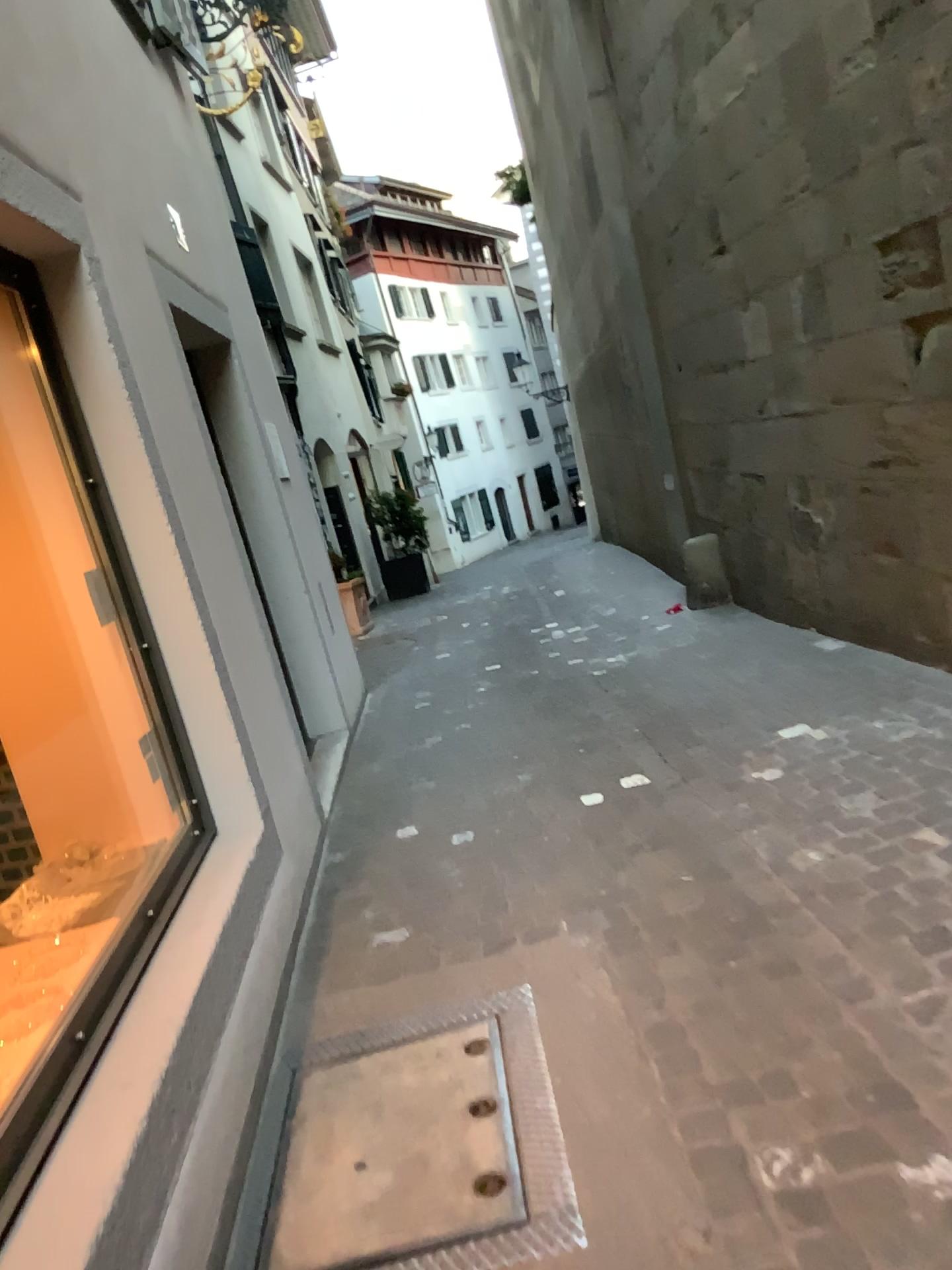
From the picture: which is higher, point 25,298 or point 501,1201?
point 25,298

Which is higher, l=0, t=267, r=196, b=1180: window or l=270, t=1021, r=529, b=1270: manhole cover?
l=0, t=267, r=196, b=1180: window

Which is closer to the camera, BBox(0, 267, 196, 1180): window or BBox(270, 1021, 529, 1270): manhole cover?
BBox(270, 1021, 529, 1270): manhole cover

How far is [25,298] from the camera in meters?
2.9 m

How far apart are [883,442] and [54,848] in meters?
3.4 m

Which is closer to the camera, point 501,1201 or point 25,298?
point 501,1201

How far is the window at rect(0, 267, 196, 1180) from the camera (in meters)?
2.87
